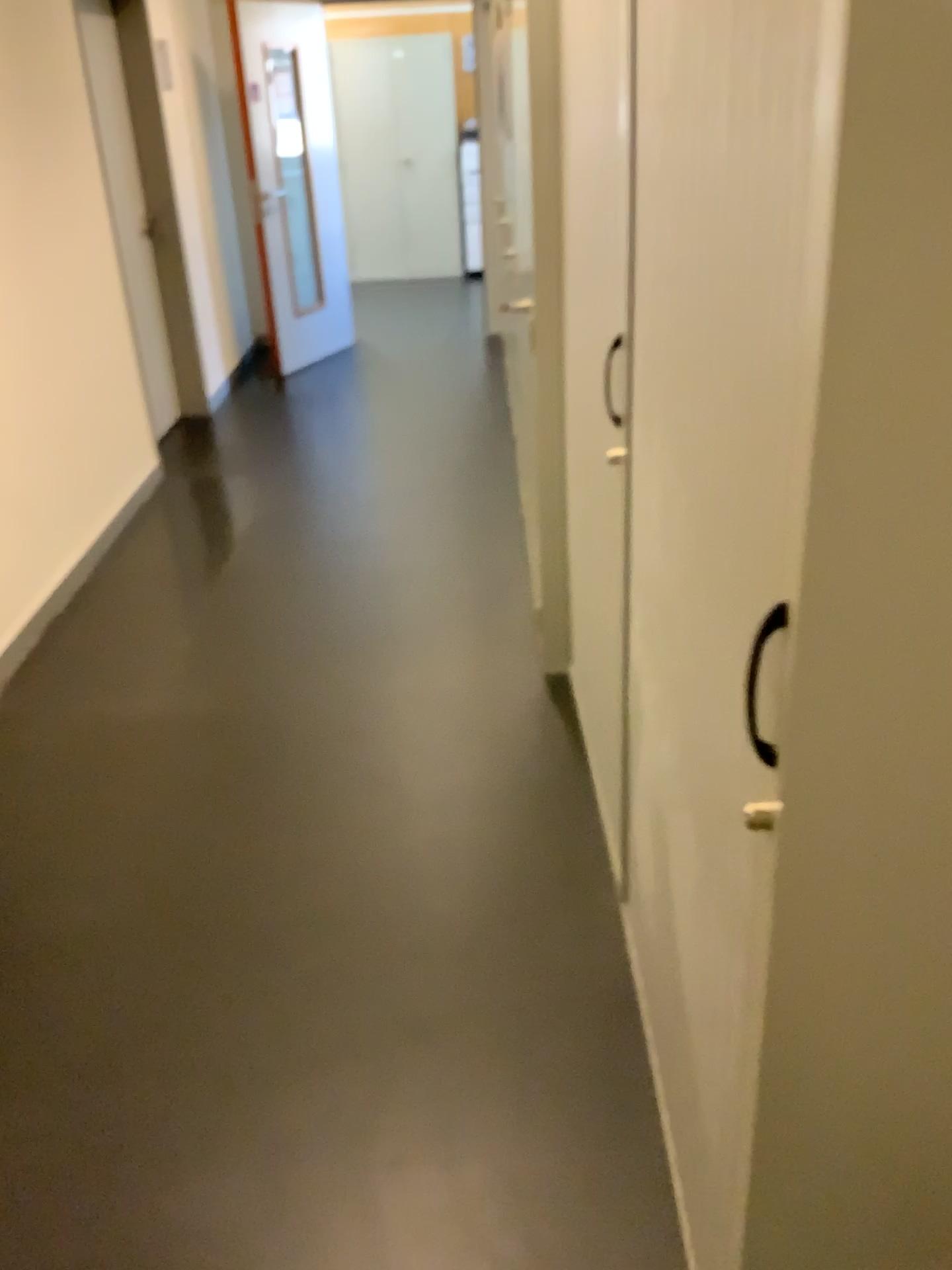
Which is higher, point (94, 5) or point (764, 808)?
point (94, 5)

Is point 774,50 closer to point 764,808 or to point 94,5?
point 764,808

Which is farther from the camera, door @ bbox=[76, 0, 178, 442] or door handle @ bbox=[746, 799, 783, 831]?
door @ bbox=[76, 0, 178, 442]

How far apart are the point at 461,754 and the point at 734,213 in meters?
2.0 m

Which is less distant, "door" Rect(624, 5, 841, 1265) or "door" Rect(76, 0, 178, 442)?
"door" Rect(624, 5, 841, 1265)

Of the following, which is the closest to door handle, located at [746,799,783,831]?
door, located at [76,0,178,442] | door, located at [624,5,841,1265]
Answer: door, located at [624,5,841,1265]

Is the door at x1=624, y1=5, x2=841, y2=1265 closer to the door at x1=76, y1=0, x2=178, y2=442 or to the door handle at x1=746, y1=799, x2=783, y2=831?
the door handle at x1=746, y1=799, x2=783, y2=831

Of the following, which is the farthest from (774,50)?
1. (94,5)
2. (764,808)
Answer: (94,5)
